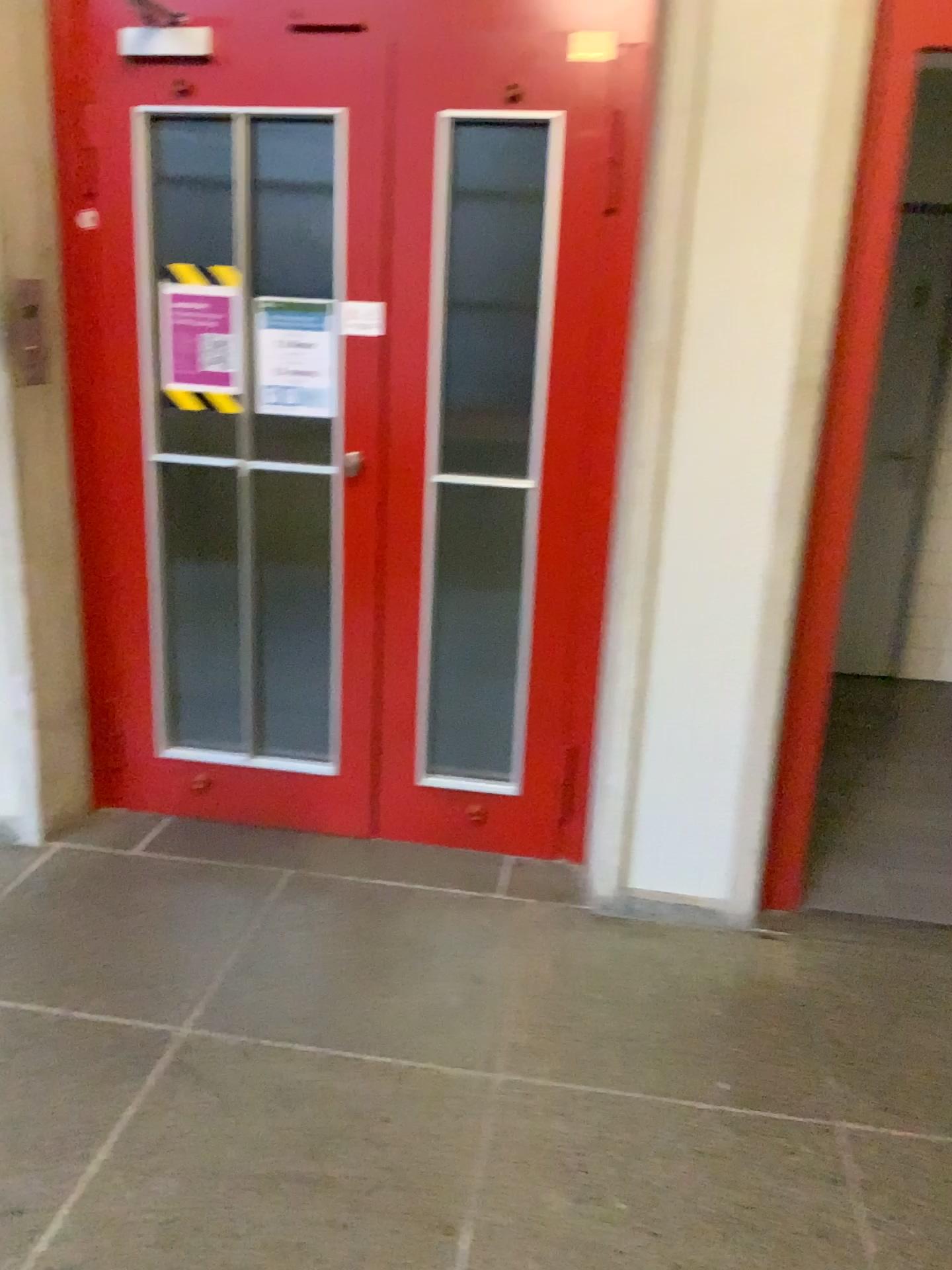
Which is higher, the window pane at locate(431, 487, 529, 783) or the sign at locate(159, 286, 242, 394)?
the sign at locate(159, 286, 242, 394)

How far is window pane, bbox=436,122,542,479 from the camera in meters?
2.6 m

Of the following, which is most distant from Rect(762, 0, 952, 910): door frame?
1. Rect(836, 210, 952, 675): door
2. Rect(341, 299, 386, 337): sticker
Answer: Rect(836, 210, 952, 675): door

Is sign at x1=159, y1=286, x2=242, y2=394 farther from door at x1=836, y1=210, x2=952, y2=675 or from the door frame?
door at x1=836, y1=210, x2=952, y2=675

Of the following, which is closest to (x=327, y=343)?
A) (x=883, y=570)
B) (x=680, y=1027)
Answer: (x=680, y=1027)

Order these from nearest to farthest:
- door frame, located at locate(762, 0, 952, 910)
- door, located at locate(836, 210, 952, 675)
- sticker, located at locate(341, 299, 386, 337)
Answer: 1. door frame, located at locate(762, 0, 952, 910)
2. sticker, located at locate(341, 299, 386, 337)
3. door, located at locate(836, 210, 952, 675)

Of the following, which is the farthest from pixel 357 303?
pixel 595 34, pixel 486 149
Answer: pixel 595 34

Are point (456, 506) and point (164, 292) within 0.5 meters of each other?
no

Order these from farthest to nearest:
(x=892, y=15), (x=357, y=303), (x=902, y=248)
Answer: (x=902, y=248)
(x=357, y=303)
(x=892, y=15)

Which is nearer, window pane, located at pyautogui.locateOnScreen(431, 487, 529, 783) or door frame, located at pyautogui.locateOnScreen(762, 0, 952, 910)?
door frame, located at pyautogui.locateOnScreen(762, 0, 952, 910)
